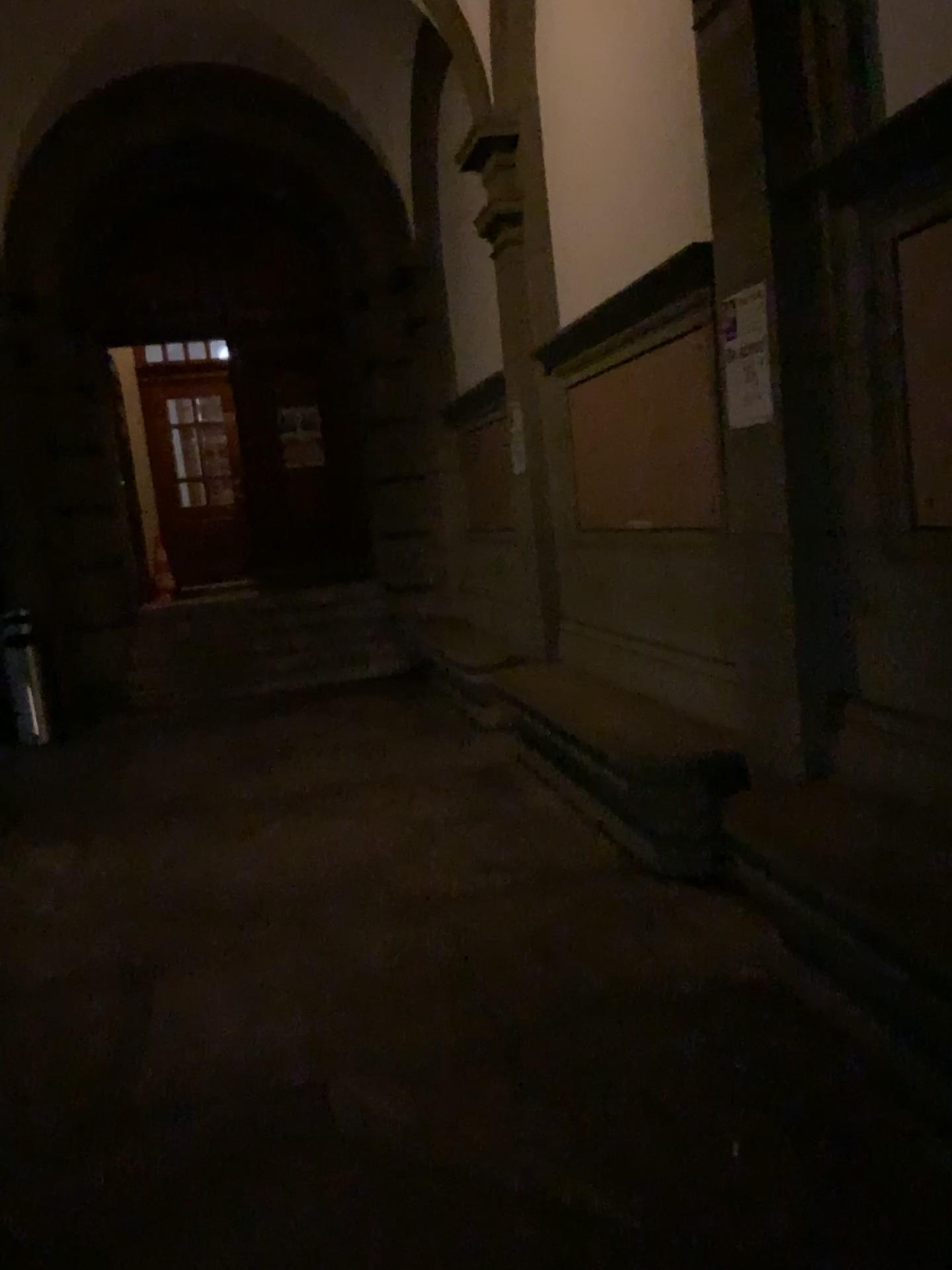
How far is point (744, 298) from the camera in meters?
3.4

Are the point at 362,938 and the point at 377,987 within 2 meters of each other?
yes

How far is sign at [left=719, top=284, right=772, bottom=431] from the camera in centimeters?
337cm
